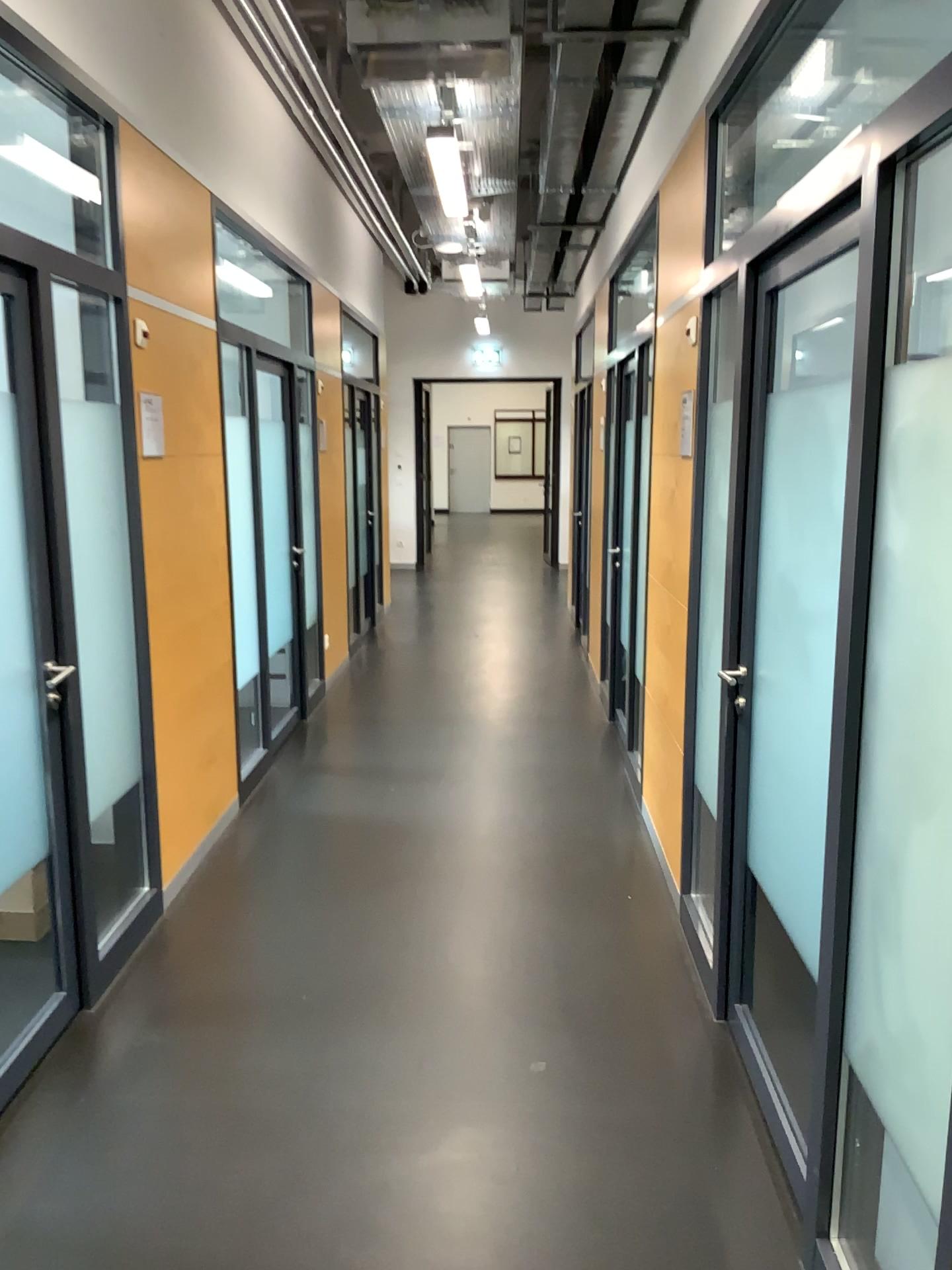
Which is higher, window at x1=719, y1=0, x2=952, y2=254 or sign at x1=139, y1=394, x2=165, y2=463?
window at x1=719, y1=0, x2=952, y2=254

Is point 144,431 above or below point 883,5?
below

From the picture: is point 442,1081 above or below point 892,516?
below
